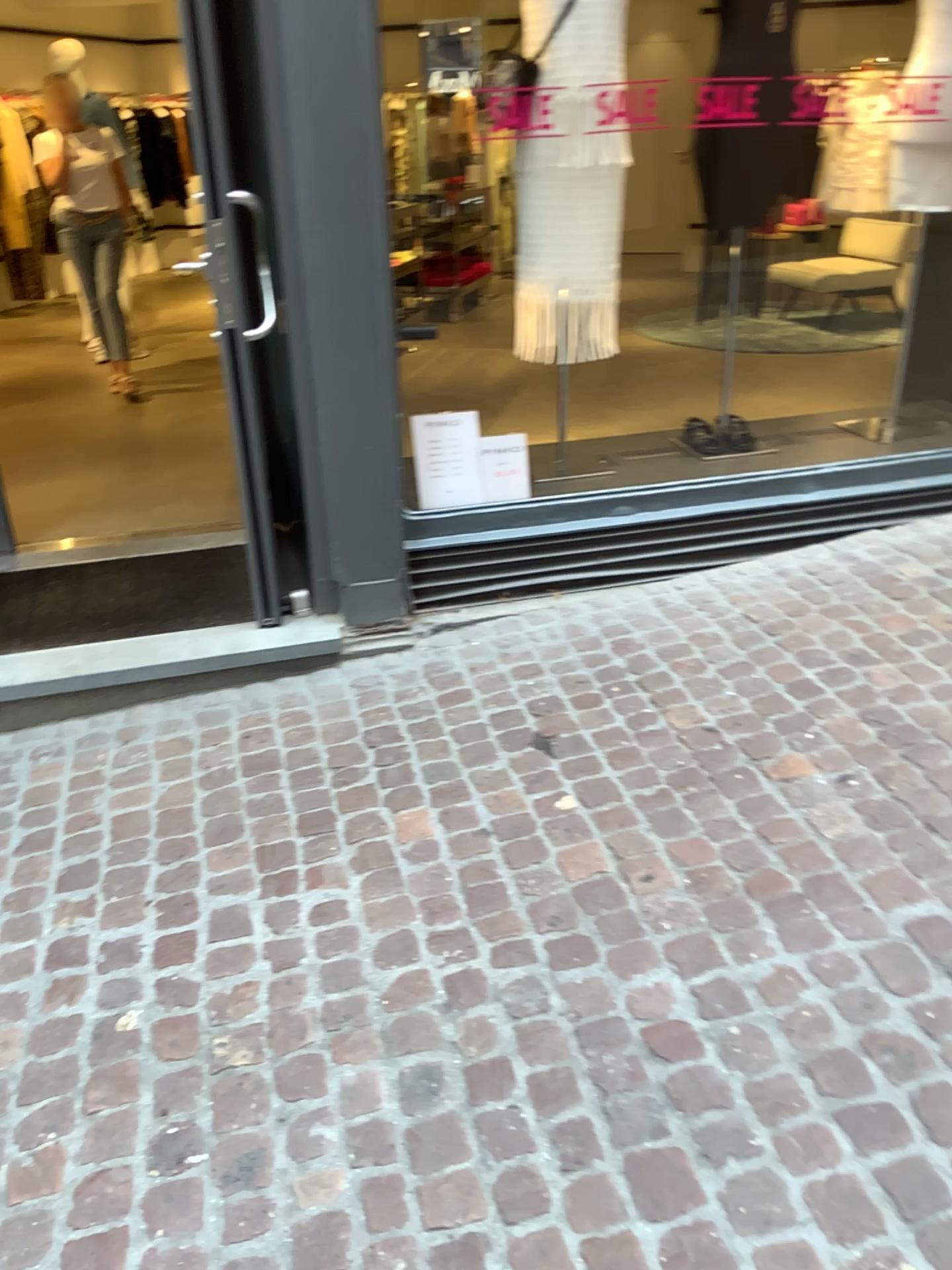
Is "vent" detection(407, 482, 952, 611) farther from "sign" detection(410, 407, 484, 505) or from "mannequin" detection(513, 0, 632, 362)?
"mannequin" detection(513, 0, 632, 362)

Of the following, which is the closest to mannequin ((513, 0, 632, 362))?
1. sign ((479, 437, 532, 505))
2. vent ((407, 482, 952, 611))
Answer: sign ((479, 437, 532, 505))

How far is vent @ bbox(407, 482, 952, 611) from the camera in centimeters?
342cm

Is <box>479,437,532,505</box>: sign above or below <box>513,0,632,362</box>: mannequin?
below

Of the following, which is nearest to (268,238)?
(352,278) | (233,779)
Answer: (352,278)

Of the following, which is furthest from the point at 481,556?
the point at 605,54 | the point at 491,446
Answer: the point at 605,54

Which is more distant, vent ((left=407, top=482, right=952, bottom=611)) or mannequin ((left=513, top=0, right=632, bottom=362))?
vent ((left=407, top=482, right=952, bottom=611))

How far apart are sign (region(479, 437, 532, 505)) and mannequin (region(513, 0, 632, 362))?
0.3m

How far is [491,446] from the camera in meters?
3.4

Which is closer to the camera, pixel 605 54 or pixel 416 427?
pixel 605 54
